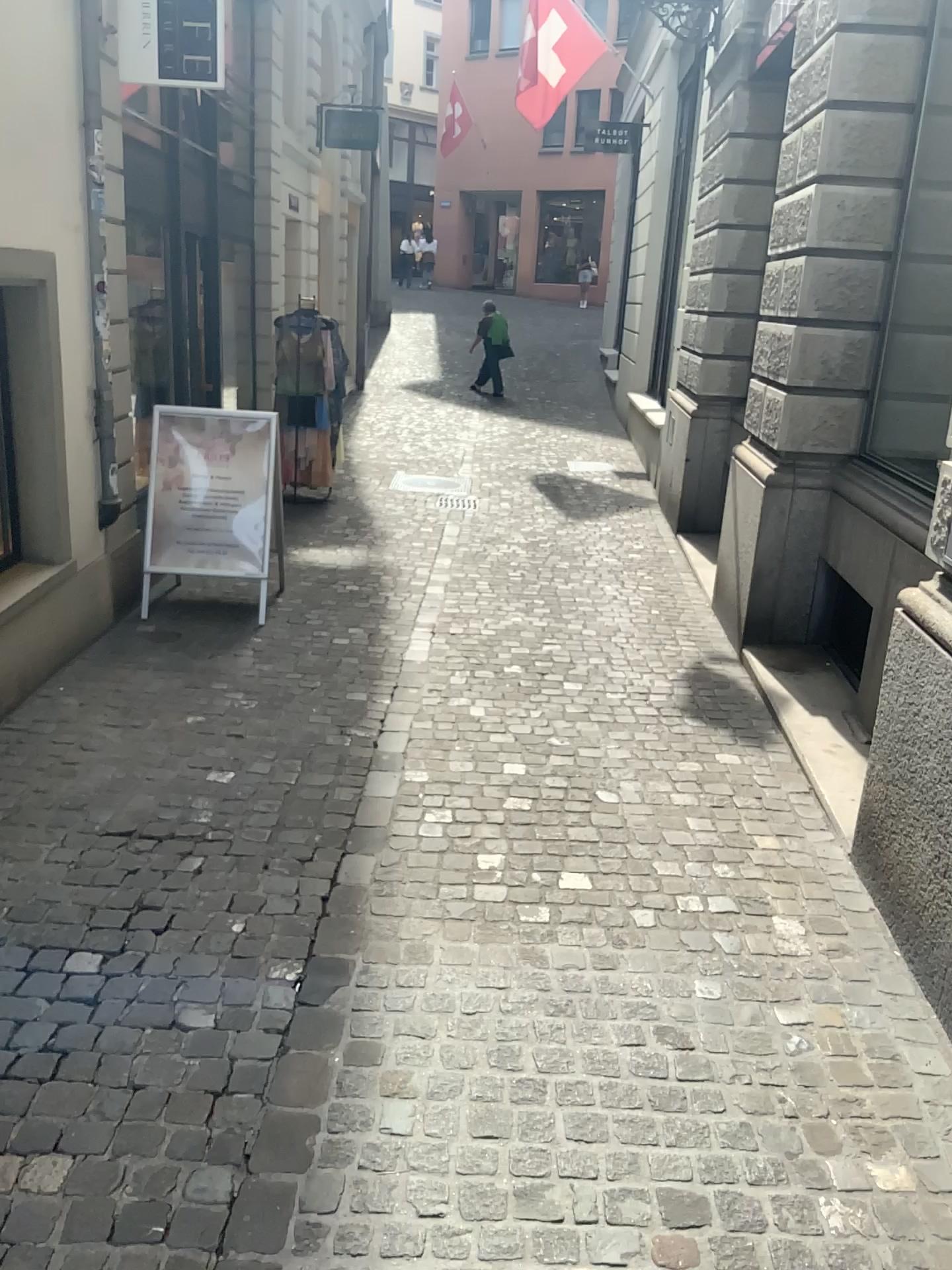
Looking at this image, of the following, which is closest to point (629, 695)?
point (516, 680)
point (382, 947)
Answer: point (516, 680)
